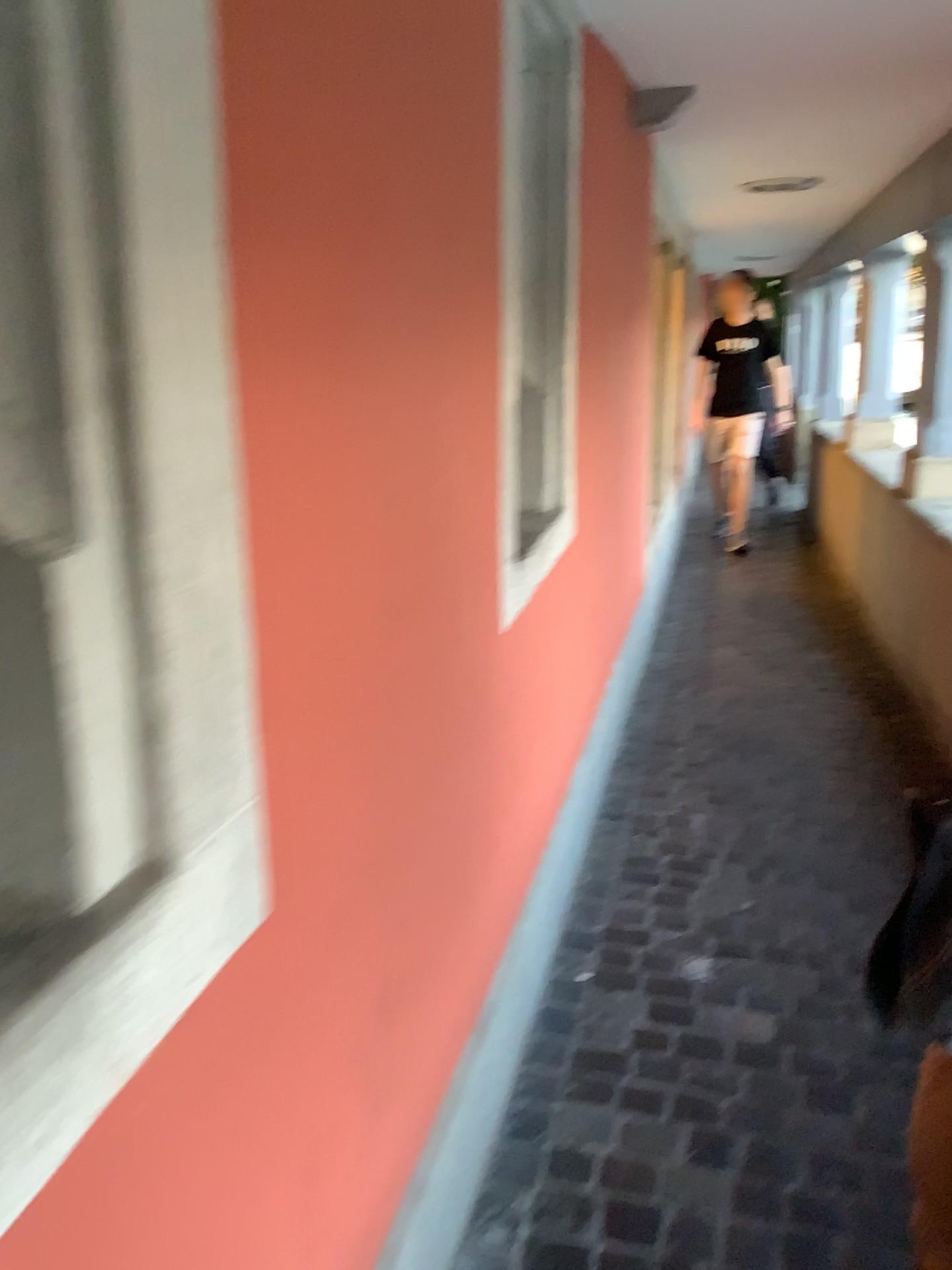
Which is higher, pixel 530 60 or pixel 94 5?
pixel 530 60

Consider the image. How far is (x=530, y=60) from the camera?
2.2m

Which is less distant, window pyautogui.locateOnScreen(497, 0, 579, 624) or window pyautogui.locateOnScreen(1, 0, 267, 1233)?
window pyautogui.locateOnScreen(1, 0, 267, 1233)

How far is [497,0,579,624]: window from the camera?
2.2 meters

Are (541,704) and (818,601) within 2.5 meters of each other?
no

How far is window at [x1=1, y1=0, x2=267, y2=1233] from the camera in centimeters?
66cm

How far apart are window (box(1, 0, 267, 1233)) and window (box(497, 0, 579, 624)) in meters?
1.3

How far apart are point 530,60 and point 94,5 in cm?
176
